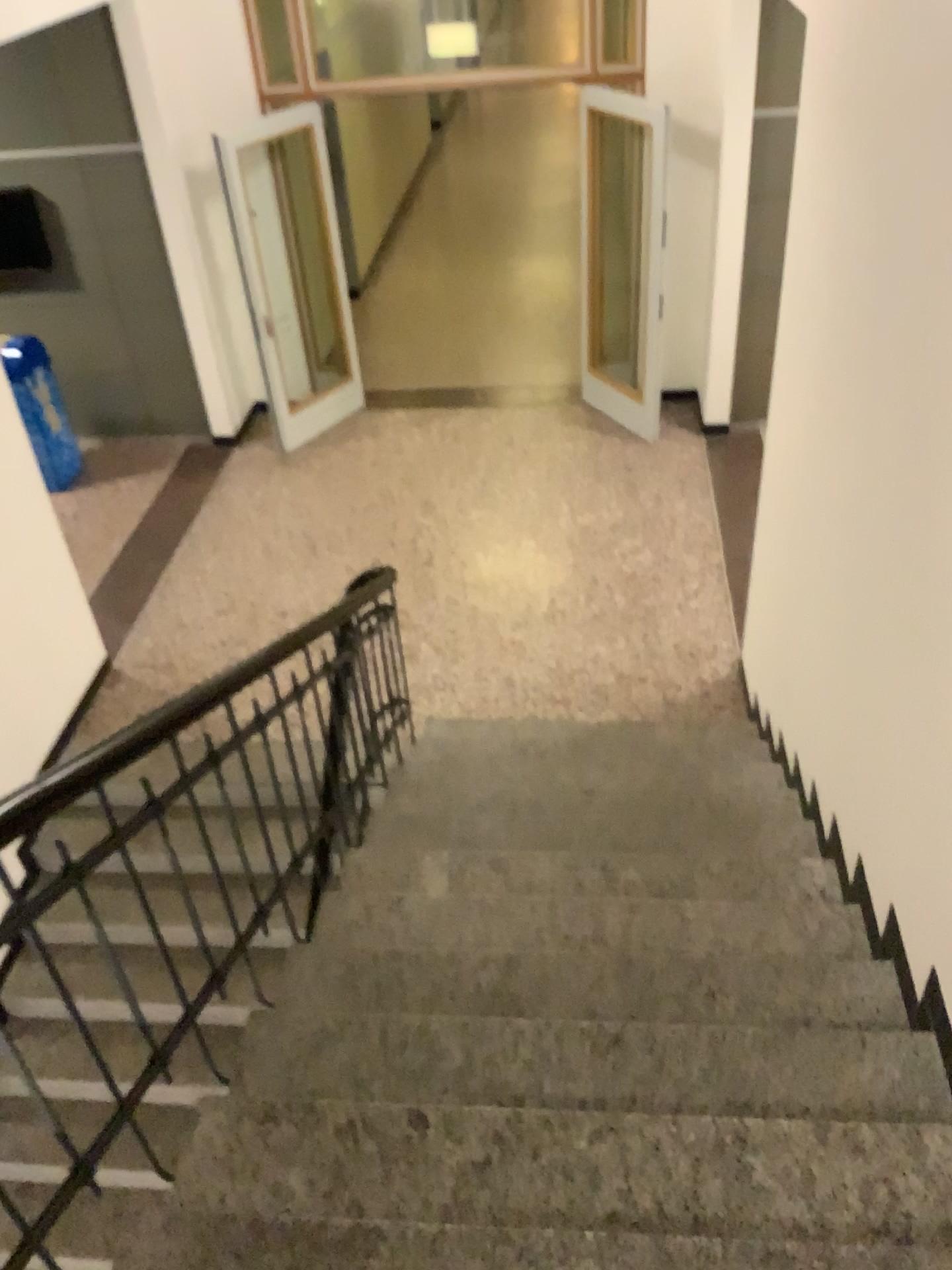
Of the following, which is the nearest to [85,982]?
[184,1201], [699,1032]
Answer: [184,1201]
